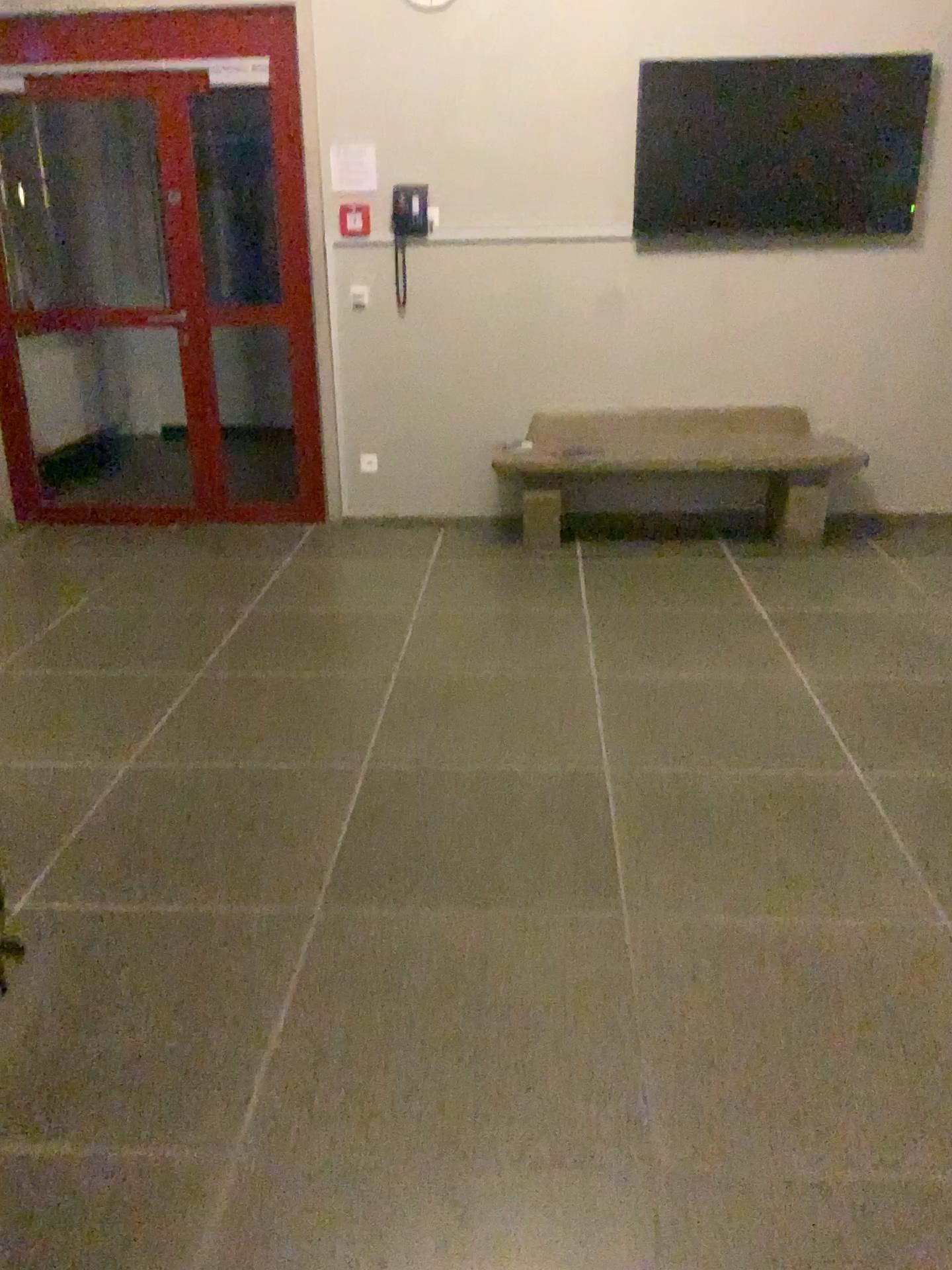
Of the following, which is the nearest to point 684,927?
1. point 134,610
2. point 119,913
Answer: point 119,913
